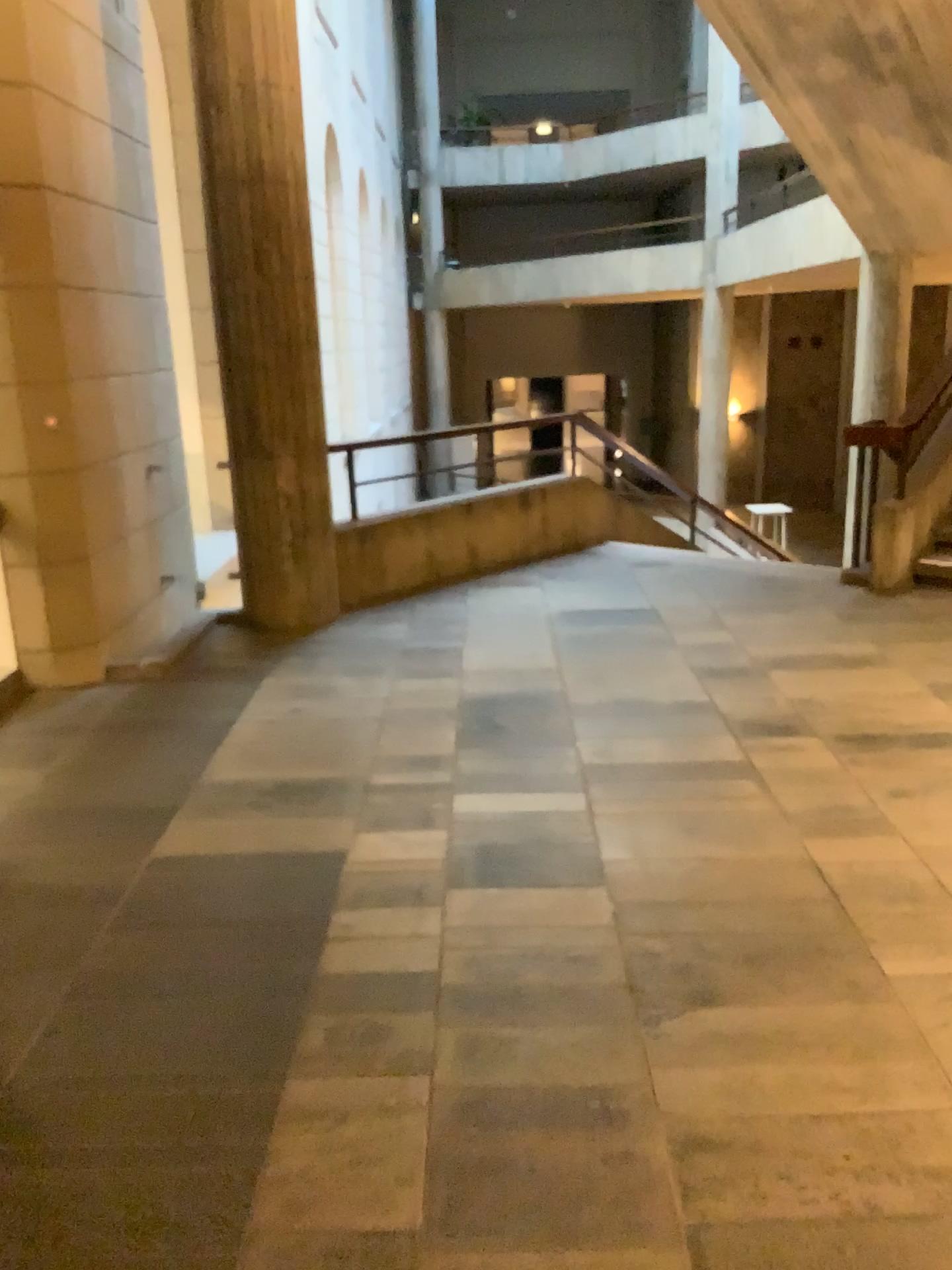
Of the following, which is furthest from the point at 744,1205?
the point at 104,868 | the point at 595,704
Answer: the point at 595,704
